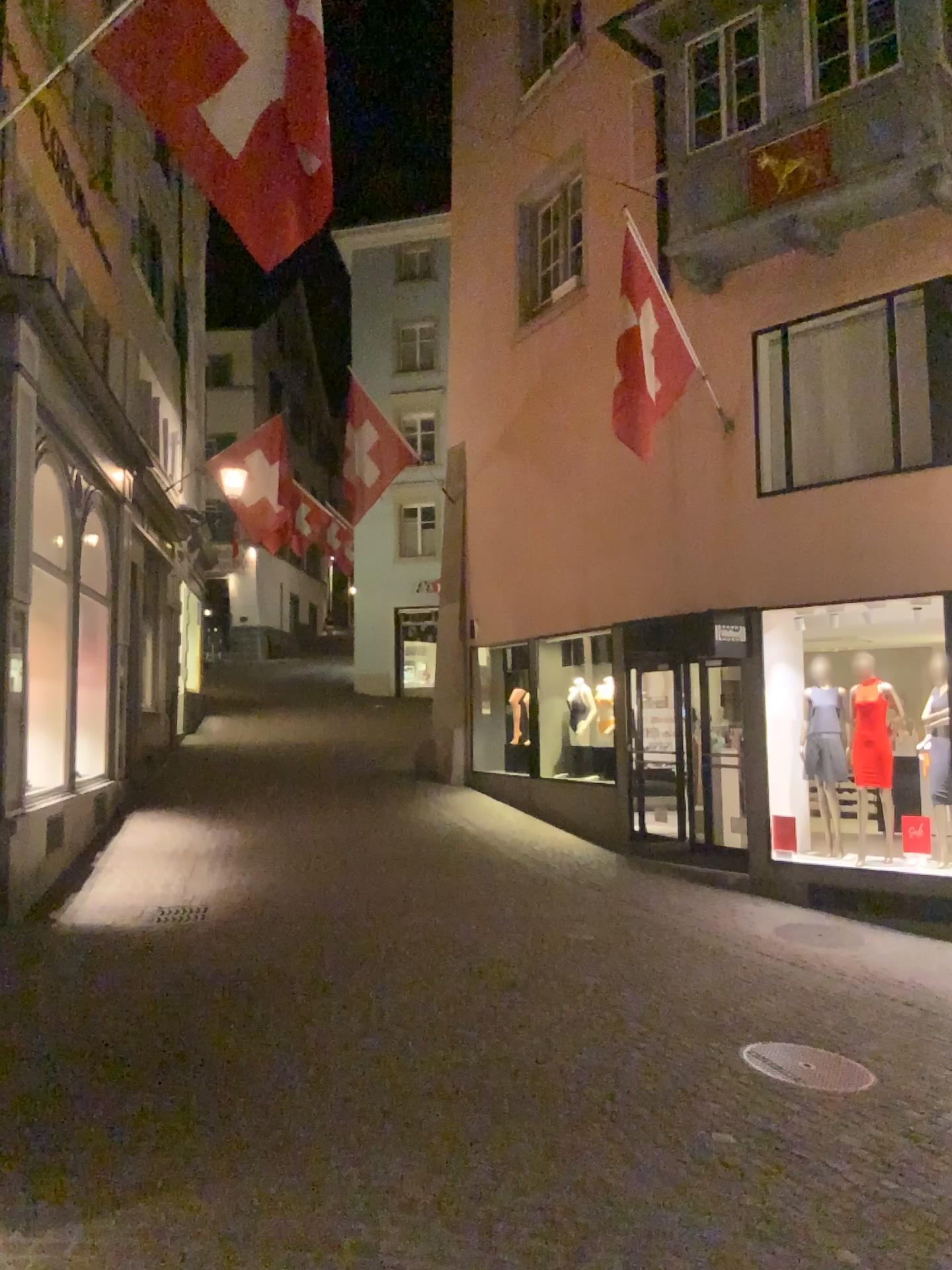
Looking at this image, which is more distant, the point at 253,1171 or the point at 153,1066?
the point at 153,1066
